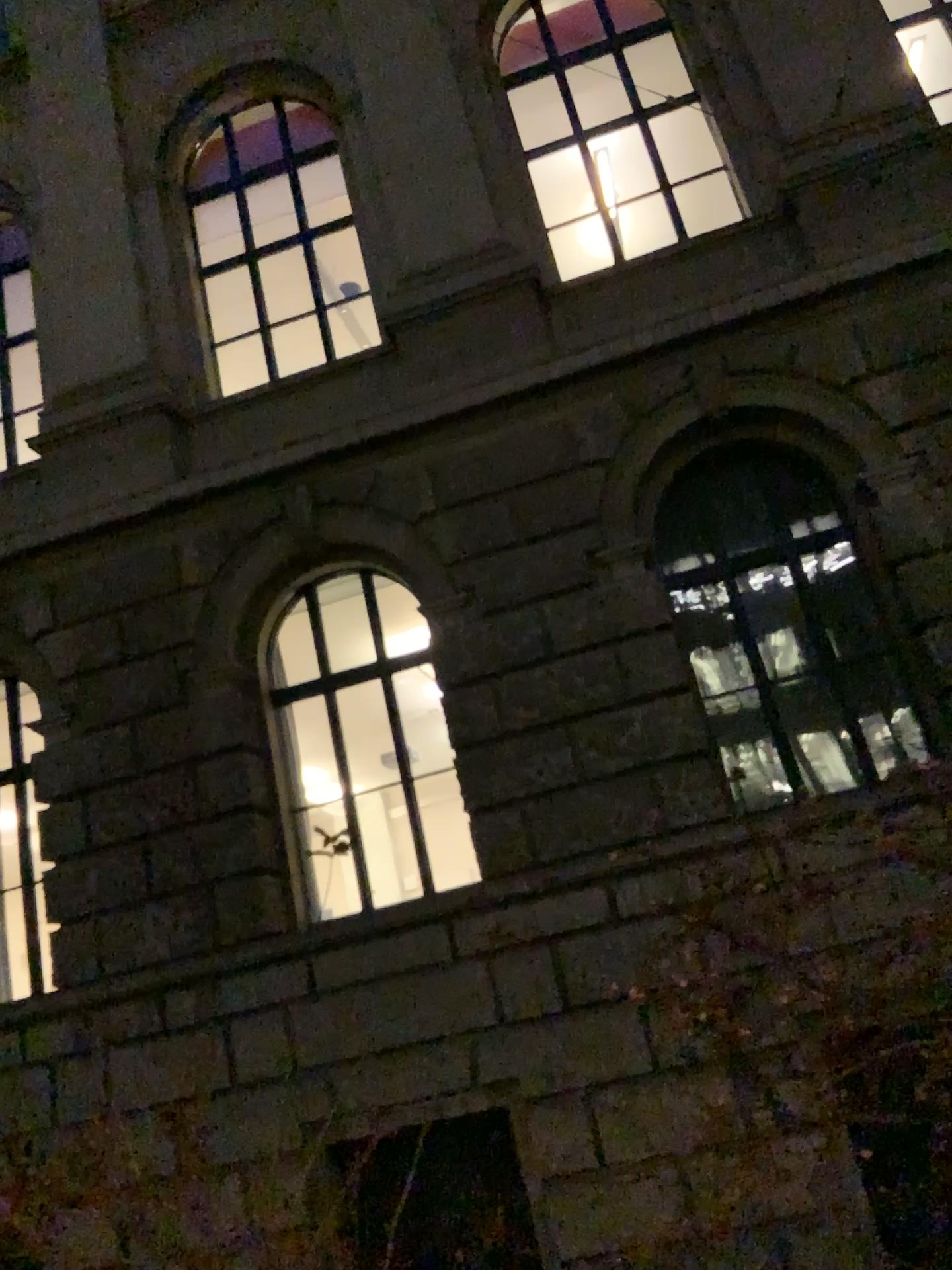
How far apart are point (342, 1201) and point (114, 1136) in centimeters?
51cm
